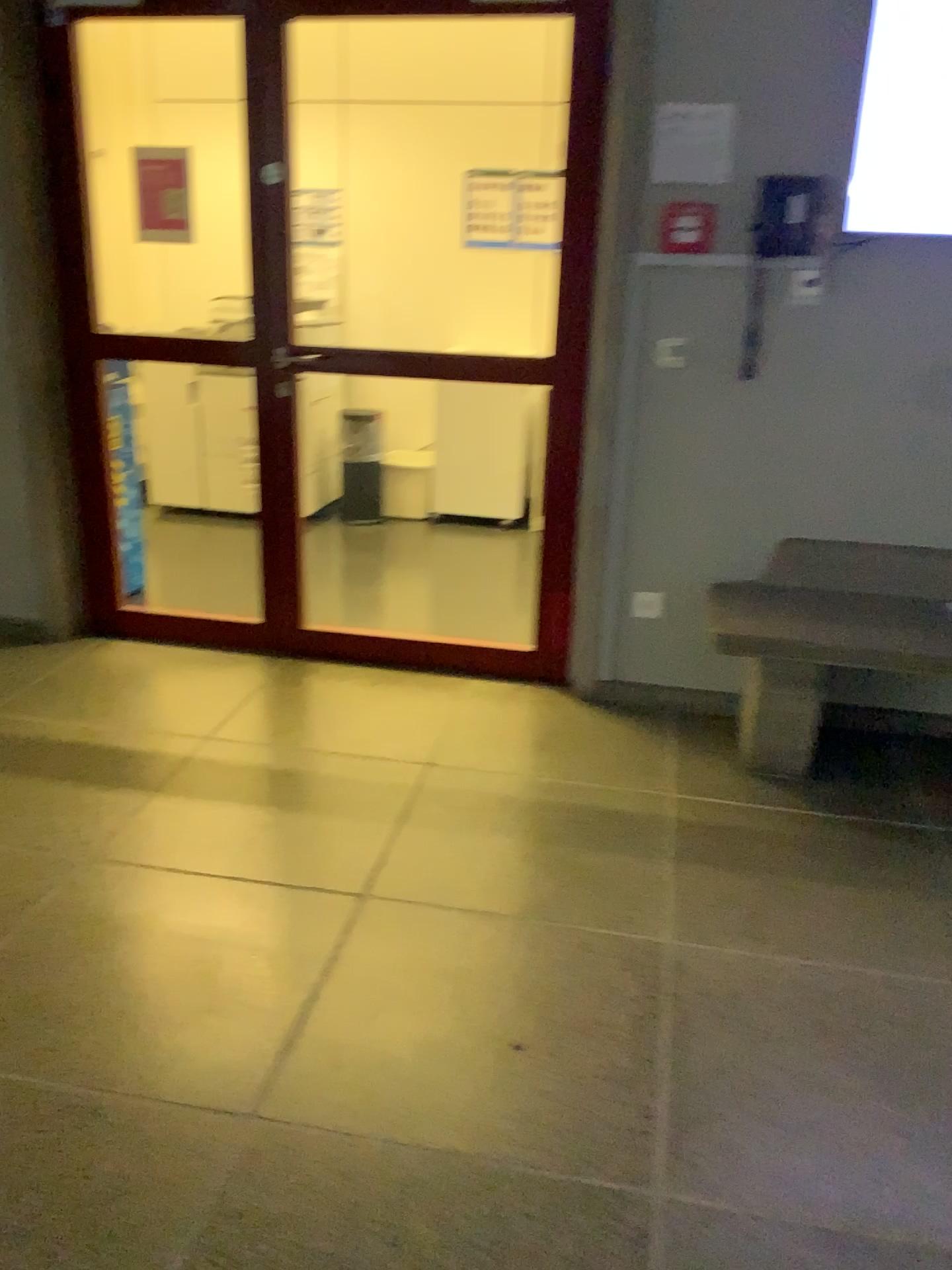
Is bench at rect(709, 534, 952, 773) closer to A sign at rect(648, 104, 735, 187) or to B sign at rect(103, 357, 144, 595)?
A sign at rect(648, 104, 735, 187)

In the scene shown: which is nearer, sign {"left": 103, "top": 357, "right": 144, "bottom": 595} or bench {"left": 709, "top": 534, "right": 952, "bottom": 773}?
bench {"left": 709, "top": 534, "right": 952, "bottom": 773}

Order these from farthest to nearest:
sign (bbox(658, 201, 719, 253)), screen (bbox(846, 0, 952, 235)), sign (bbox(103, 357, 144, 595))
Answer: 1. sign (bbox(103, 357, 144, 595))
2. sign (bbox(658, 201, 719, 253))
3. screen (bbox(846, 0, 952, 235))

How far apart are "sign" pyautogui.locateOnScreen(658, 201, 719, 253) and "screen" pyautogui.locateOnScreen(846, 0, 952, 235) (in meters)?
0.39

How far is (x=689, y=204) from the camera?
3.03m

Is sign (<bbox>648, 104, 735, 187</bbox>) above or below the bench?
above

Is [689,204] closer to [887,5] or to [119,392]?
[887,5]

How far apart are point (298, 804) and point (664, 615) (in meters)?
1.36

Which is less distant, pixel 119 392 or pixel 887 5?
pixel 887 5

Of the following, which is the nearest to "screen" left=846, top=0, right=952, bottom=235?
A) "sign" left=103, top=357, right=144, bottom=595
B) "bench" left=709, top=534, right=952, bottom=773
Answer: "bench" left=709, top=534, right=952, bottom=773
